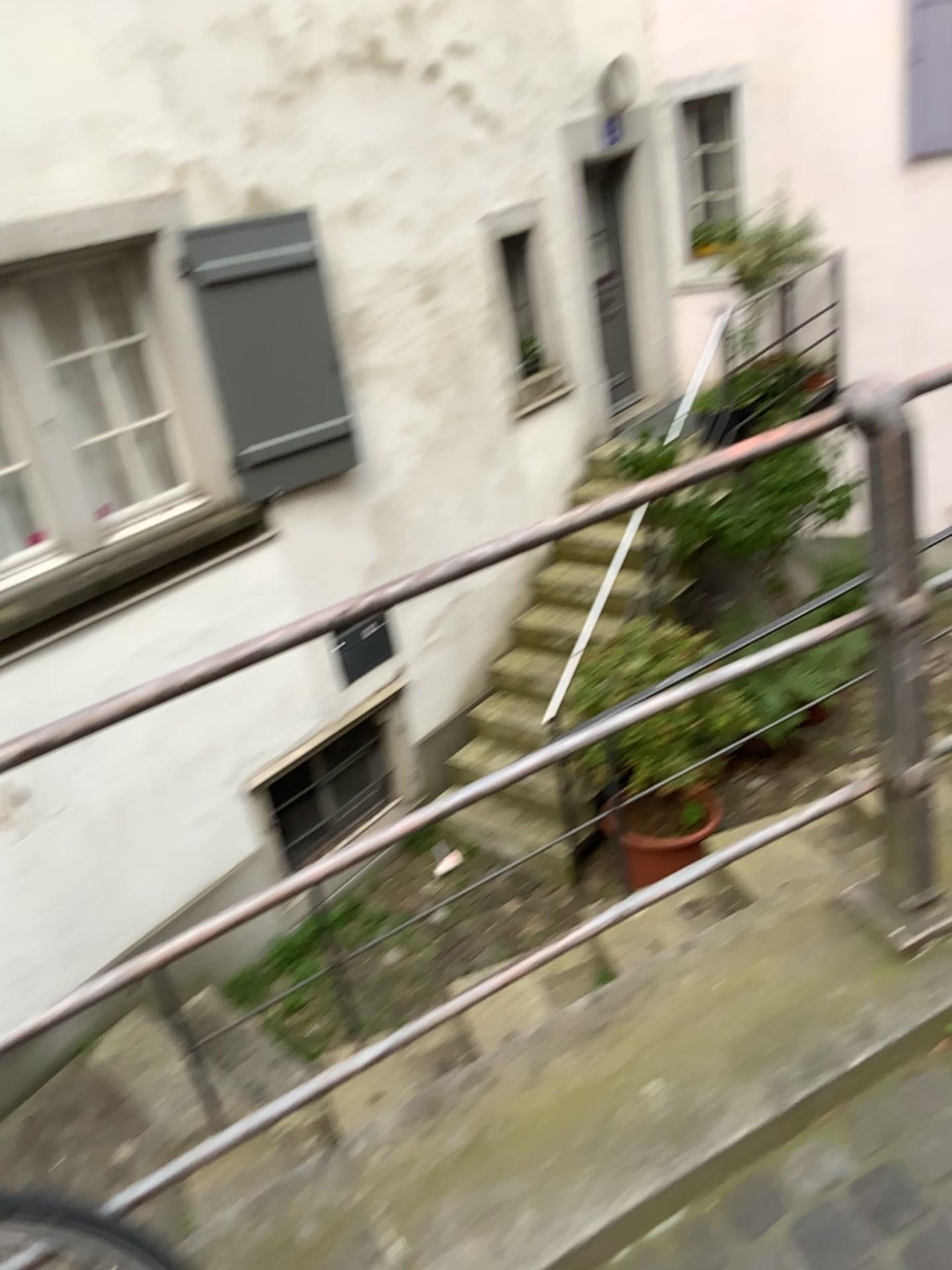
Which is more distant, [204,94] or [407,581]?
[204,94]
